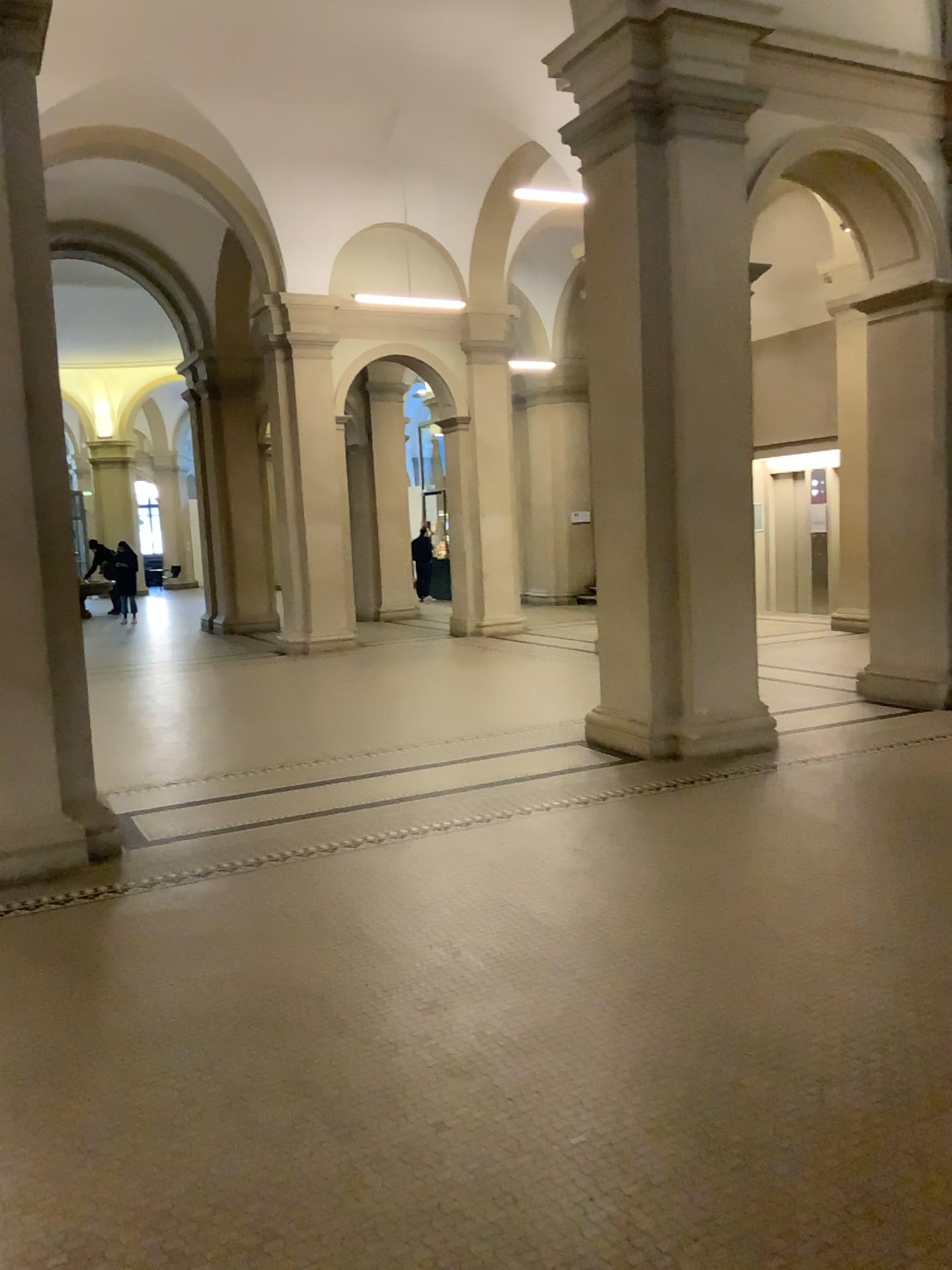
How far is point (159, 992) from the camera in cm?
361
